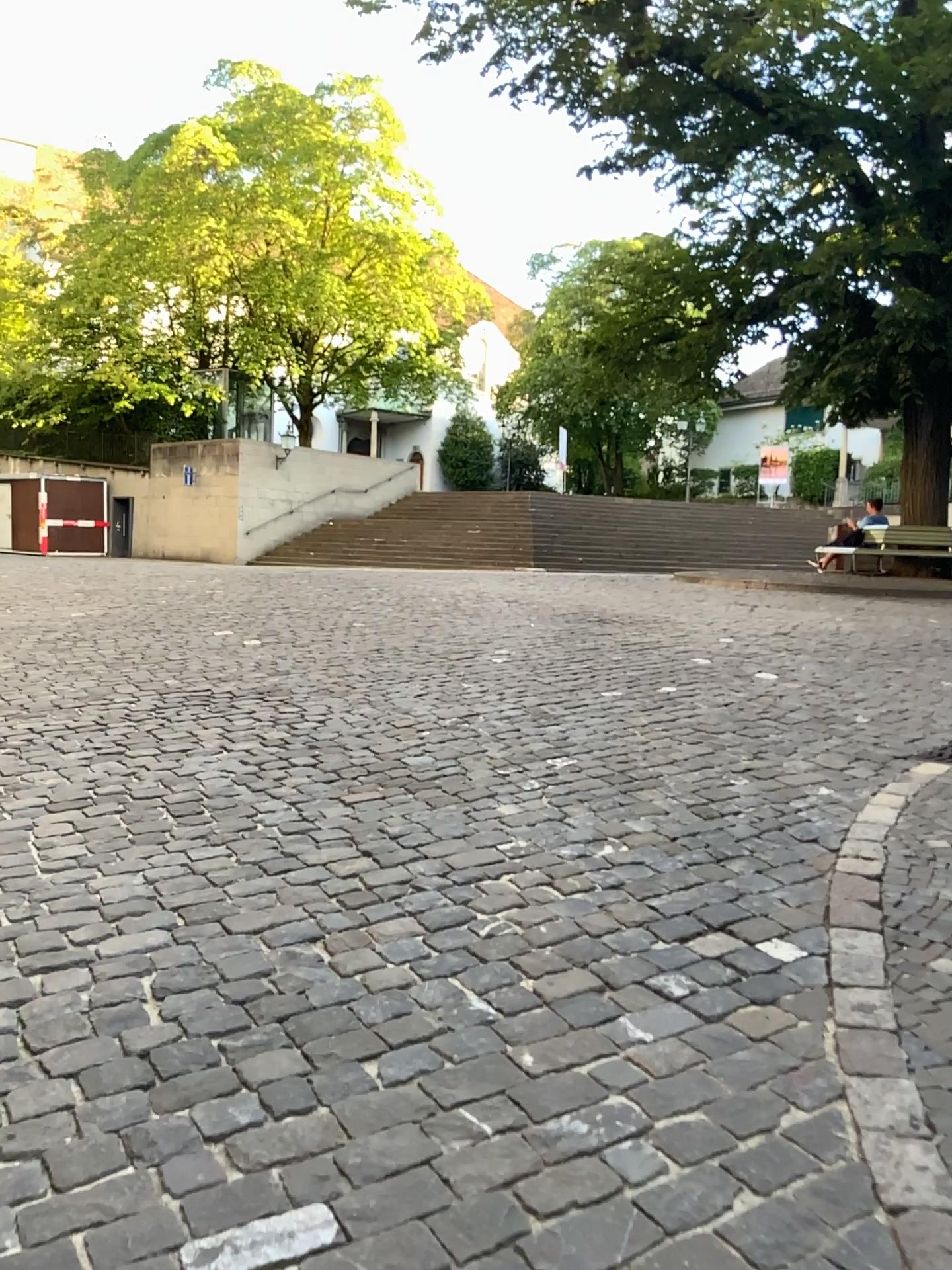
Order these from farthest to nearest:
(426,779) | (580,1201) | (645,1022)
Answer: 1. (426,779)
2. (645,1022)
3. (580,1201)
